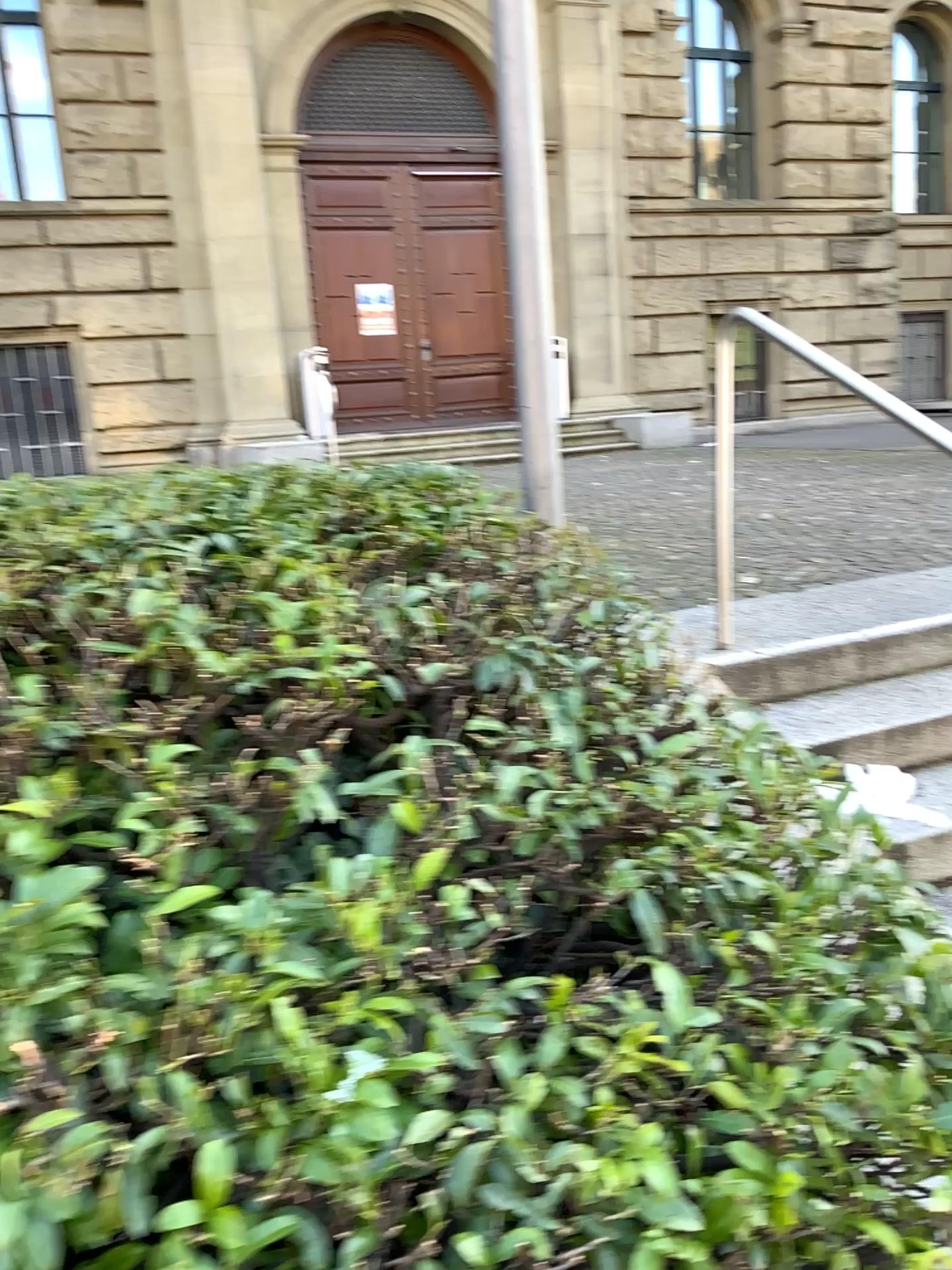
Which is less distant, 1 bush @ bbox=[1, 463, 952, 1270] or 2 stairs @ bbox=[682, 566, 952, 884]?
1 bush @ bbox=[1, 463, 952, 1270]

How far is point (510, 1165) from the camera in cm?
110

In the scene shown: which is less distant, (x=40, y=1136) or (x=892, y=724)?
(x=40, y=1136)
